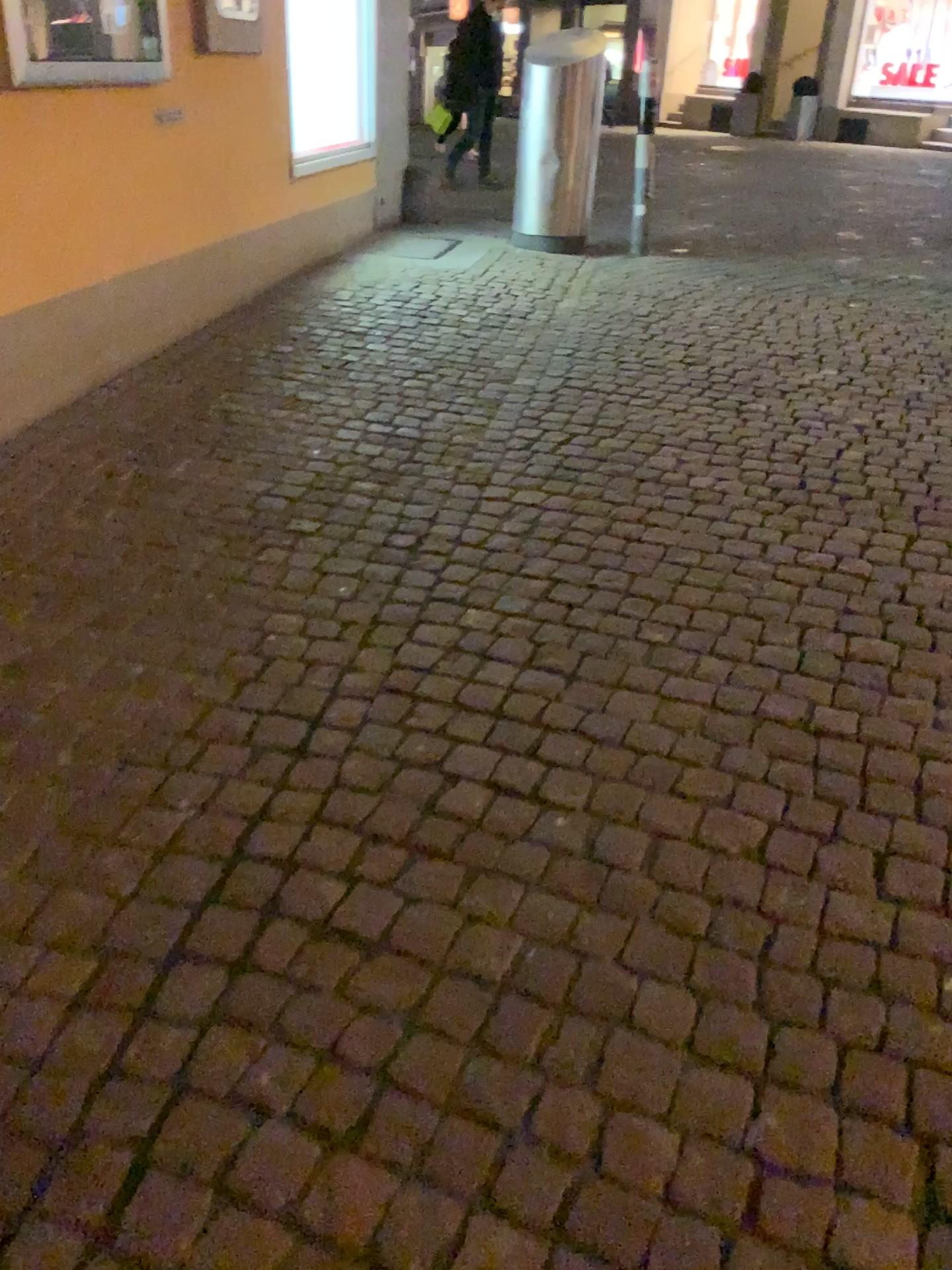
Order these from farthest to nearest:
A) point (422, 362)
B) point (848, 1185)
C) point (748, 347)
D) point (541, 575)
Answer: point (748, 347), point (422, 362), point (541, 575), point (848, 1185)
